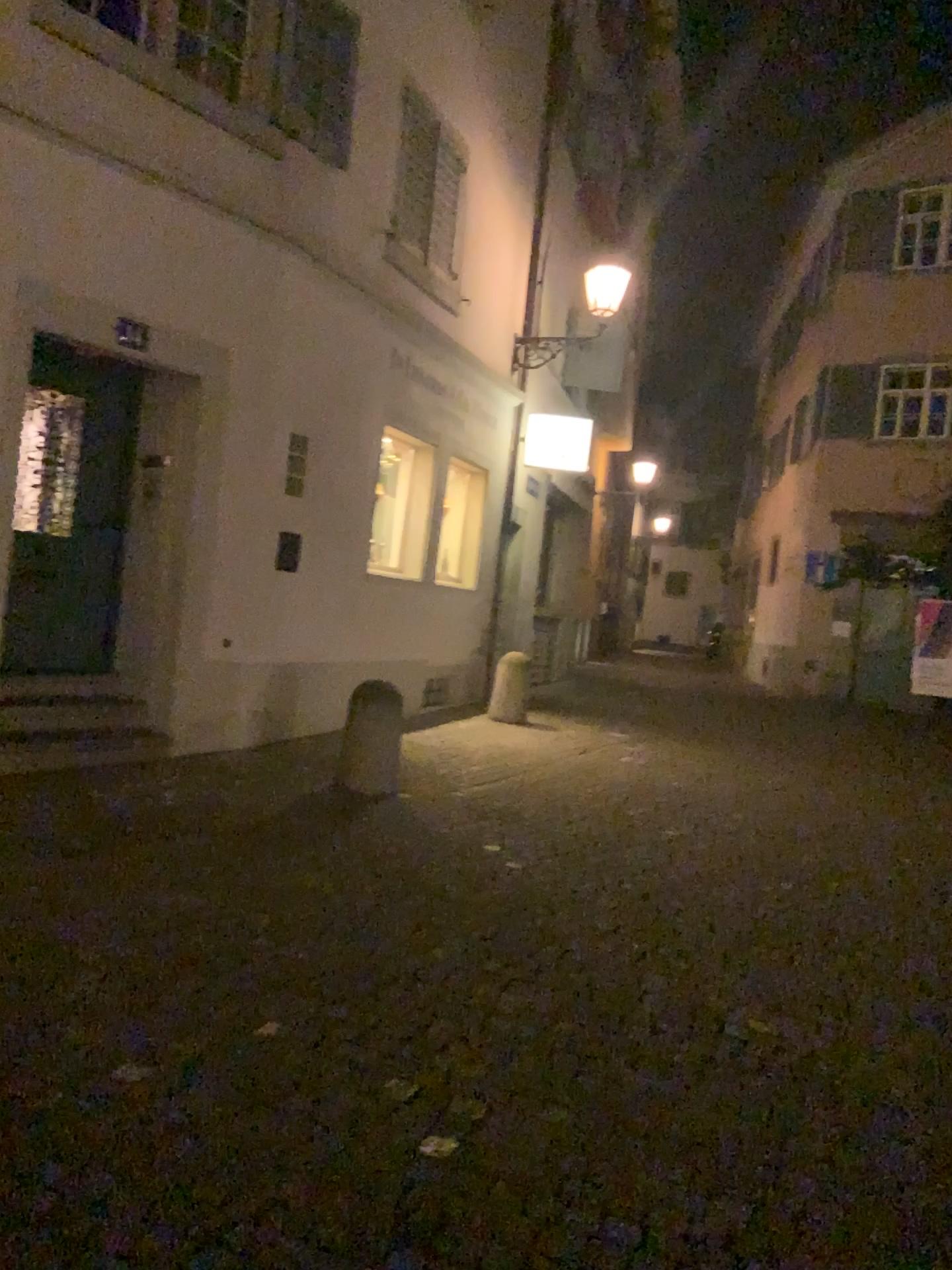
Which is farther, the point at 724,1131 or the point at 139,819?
the point at 139,819
